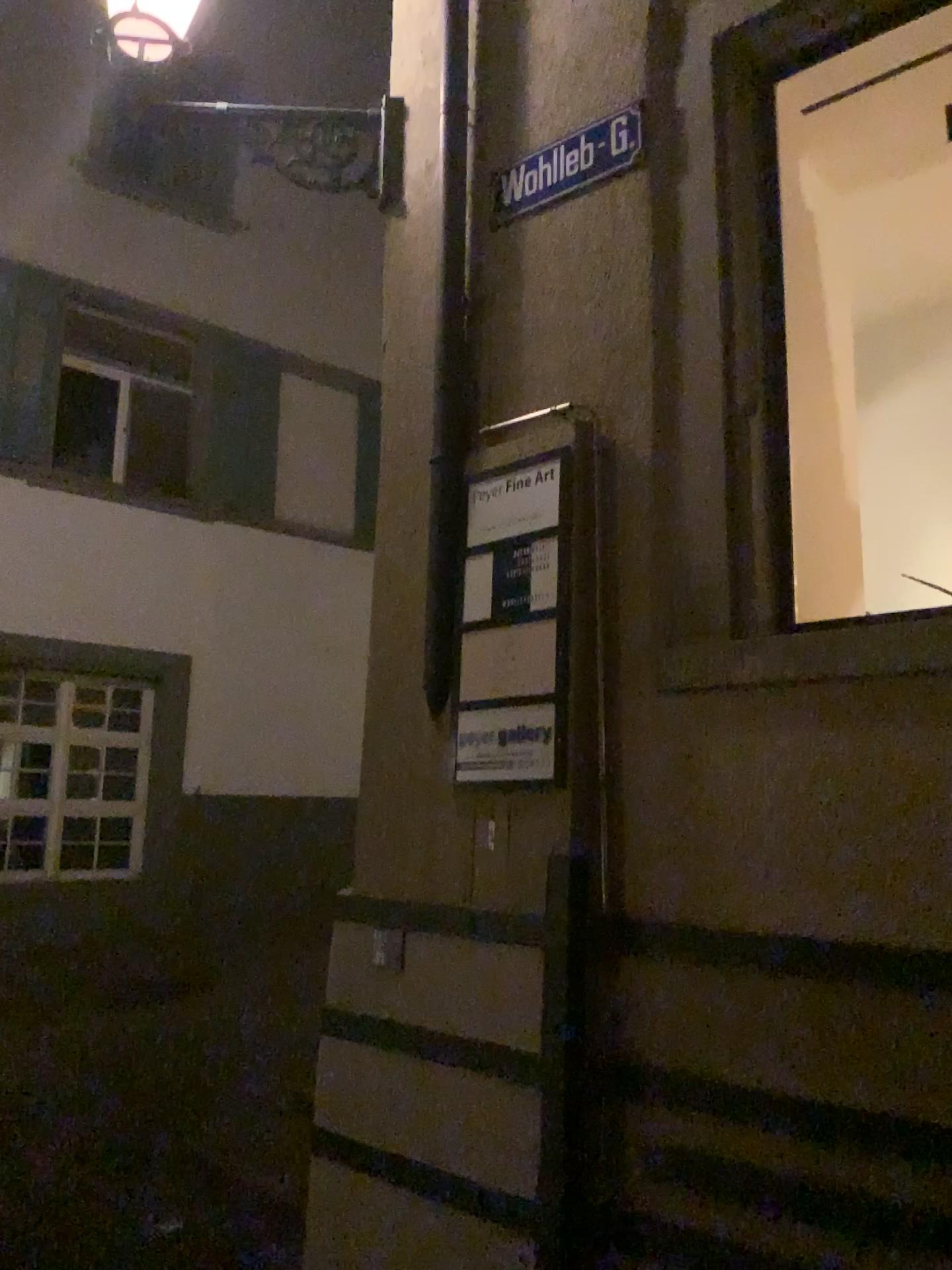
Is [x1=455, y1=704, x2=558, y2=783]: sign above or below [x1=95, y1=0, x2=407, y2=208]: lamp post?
below

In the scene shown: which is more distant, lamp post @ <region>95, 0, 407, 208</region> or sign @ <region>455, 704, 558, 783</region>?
lamp post @ <region>95, 0, 407, 208</region>

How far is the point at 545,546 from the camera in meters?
3.1 m

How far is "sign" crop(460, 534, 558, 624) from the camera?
3.09m

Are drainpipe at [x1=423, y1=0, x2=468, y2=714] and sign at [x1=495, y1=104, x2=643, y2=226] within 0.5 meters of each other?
yes

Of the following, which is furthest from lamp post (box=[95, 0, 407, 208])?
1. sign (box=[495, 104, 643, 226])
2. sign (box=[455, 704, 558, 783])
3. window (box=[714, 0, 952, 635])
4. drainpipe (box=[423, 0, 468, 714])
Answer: sign (box=[455, 704, 558, 783])

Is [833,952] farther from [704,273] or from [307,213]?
[307,213]

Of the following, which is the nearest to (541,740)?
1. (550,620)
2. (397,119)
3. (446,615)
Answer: (550,620)

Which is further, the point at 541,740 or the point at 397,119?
the point at 397,119

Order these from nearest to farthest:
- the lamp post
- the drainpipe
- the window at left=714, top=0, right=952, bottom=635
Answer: the window at left=714, top=0, right=952, bottom=635, the drainpipe, the lamp post
